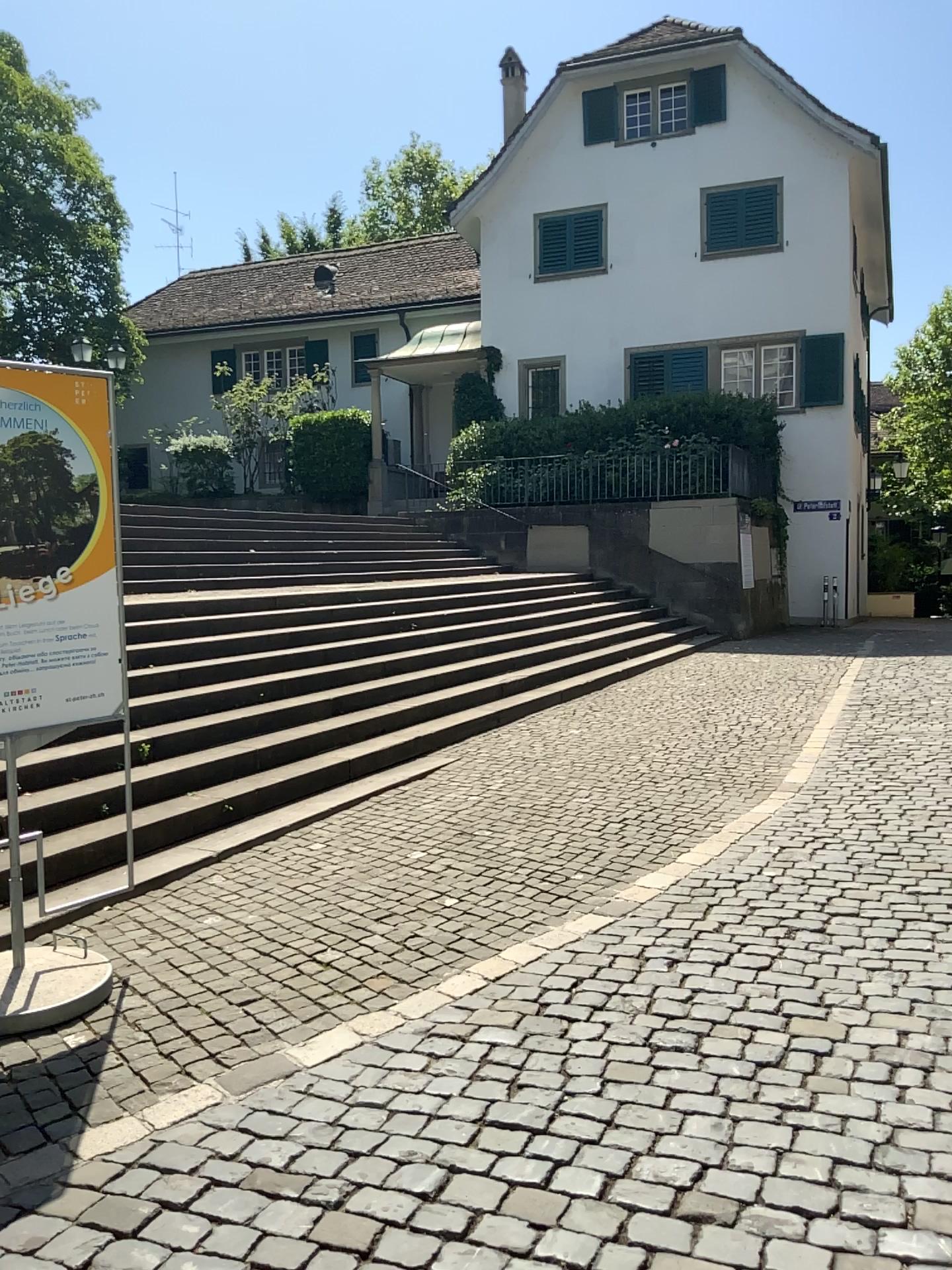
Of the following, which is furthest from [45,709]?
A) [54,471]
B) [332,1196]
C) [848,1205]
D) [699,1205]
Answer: [848,1205]
